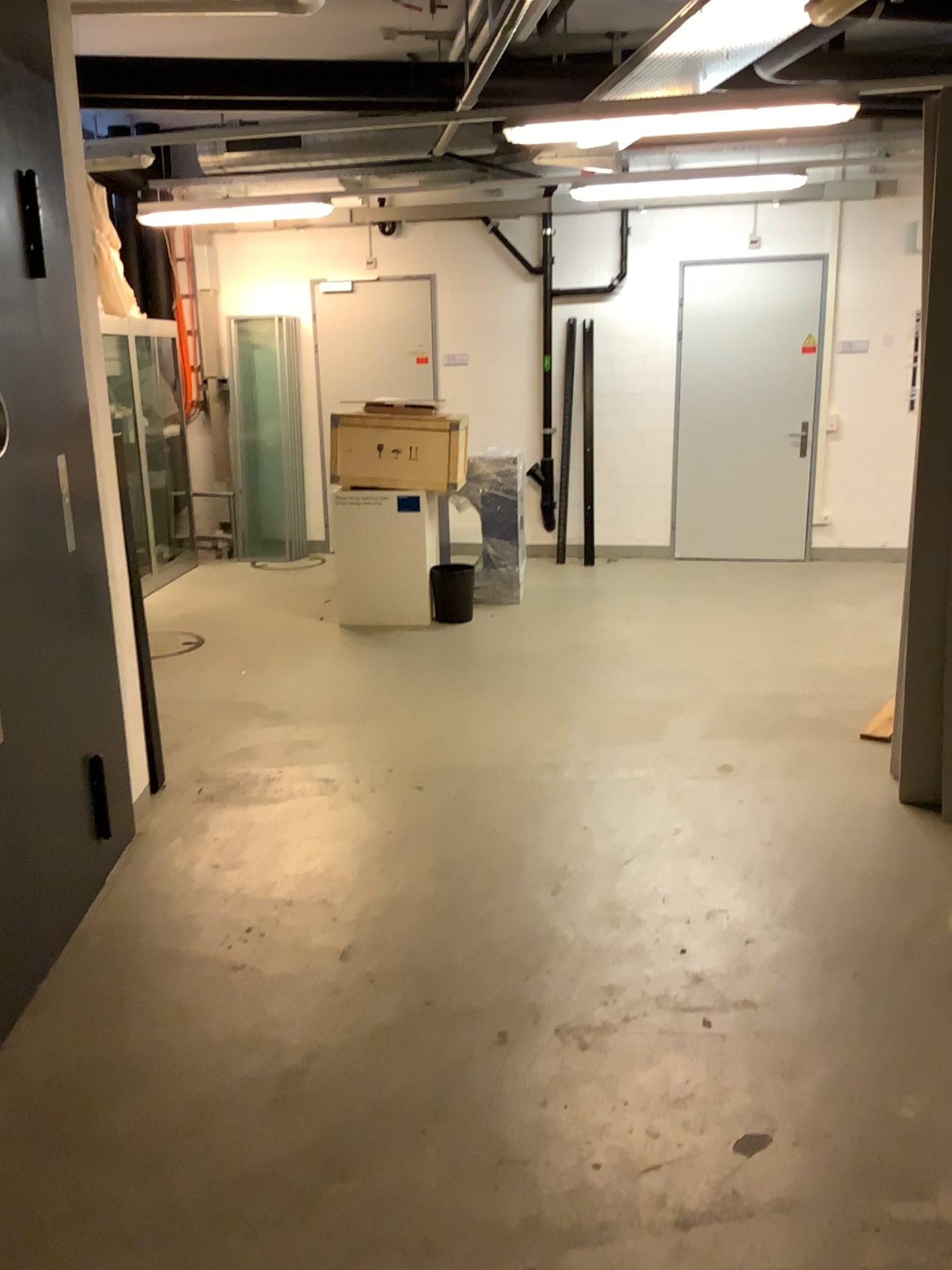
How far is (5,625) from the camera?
2.84m

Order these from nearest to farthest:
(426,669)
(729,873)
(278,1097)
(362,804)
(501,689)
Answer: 1. (278,1097)
2. (729,873)
3. (362,804)
4. (501,689)
5. (426,669)

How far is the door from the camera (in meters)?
2.84
